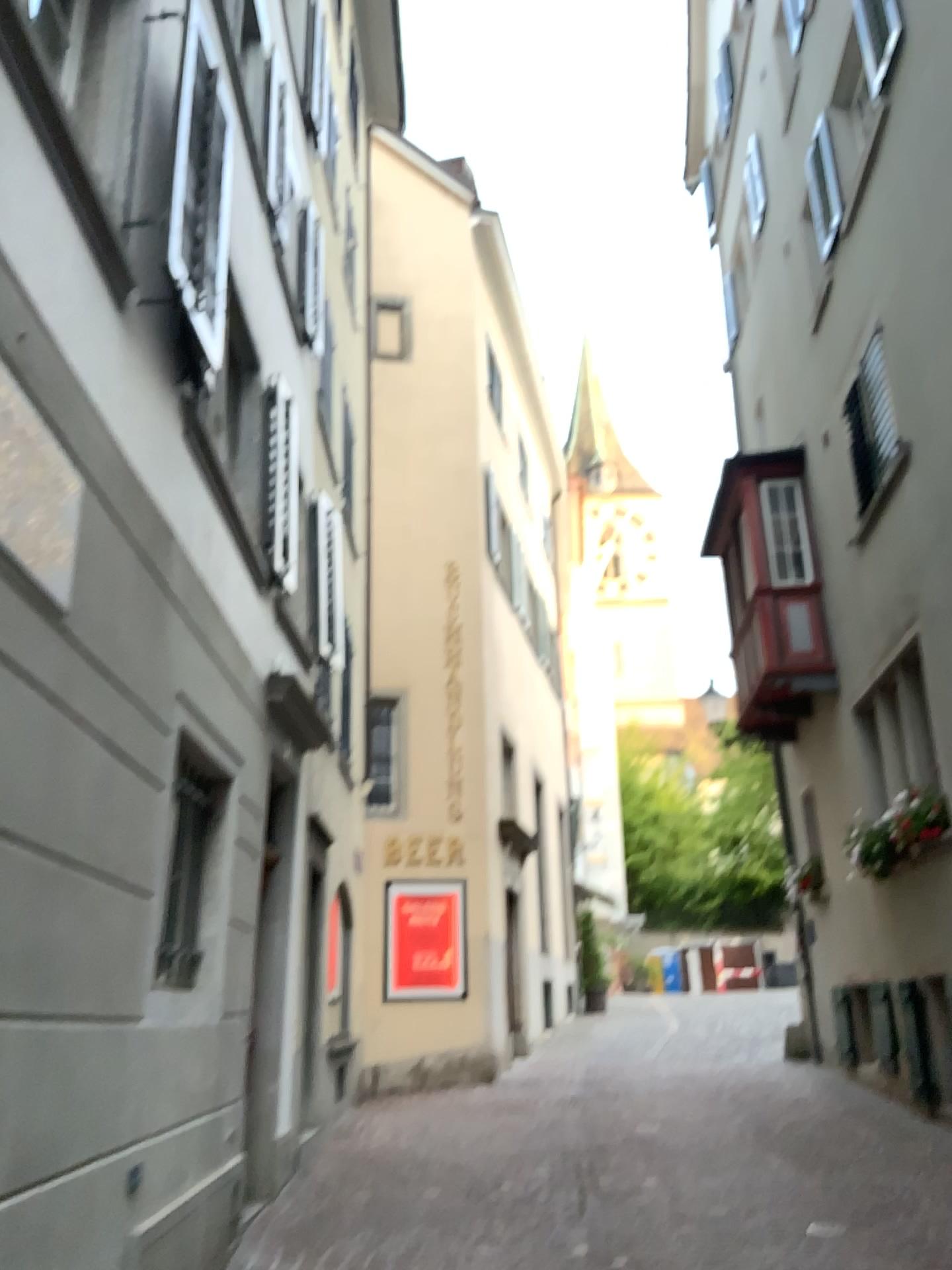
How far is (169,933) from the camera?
4.5 meters

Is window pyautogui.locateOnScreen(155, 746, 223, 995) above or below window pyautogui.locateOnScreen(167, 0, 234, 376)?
below

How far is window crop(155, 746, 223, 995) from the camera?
4.5 meters

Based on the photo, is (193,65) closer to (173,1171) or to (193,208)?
(193,208)

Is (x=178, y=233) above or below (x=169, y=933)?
above
